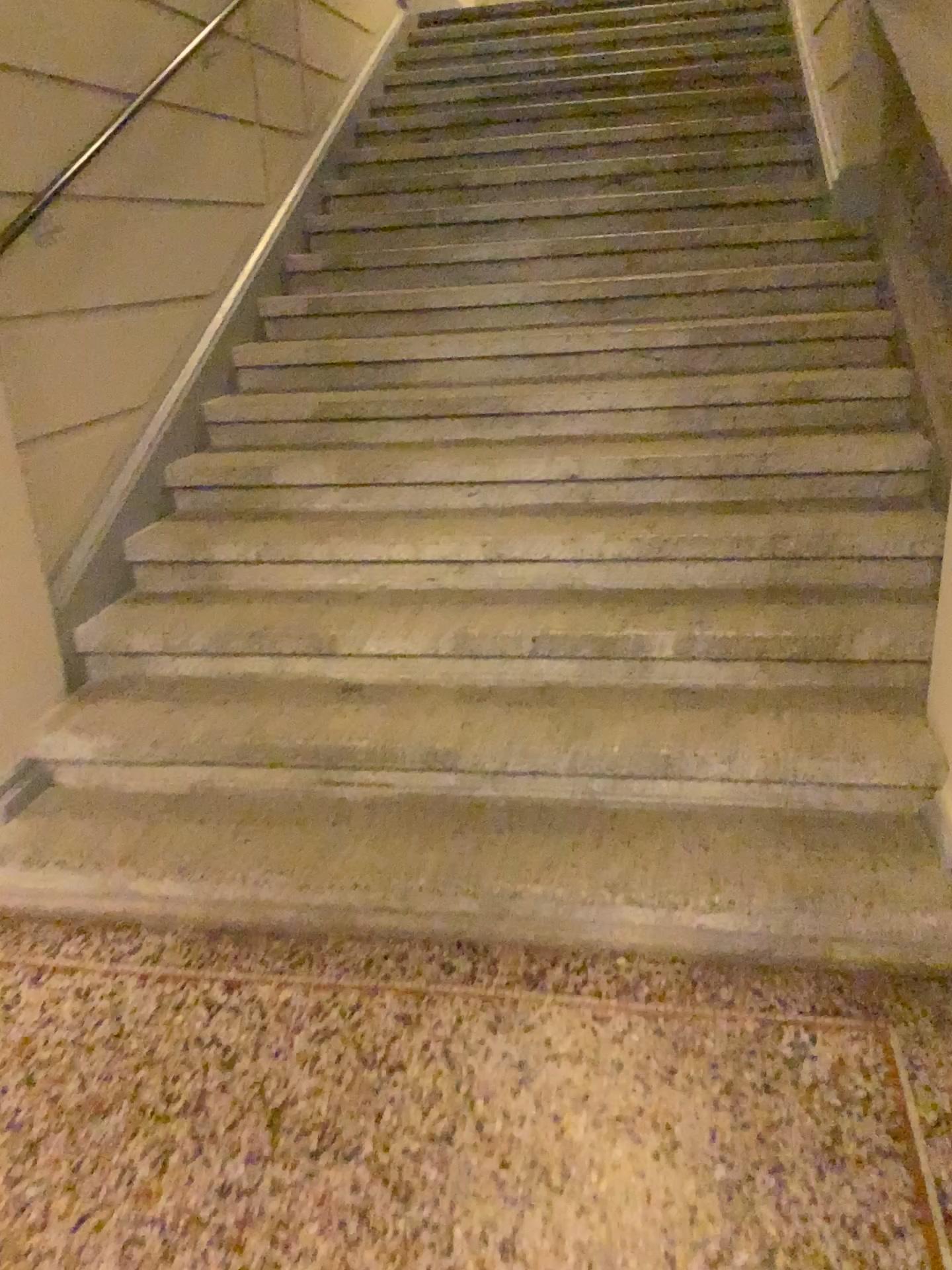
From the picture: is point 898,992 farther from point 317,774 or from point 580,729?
point 317,774
